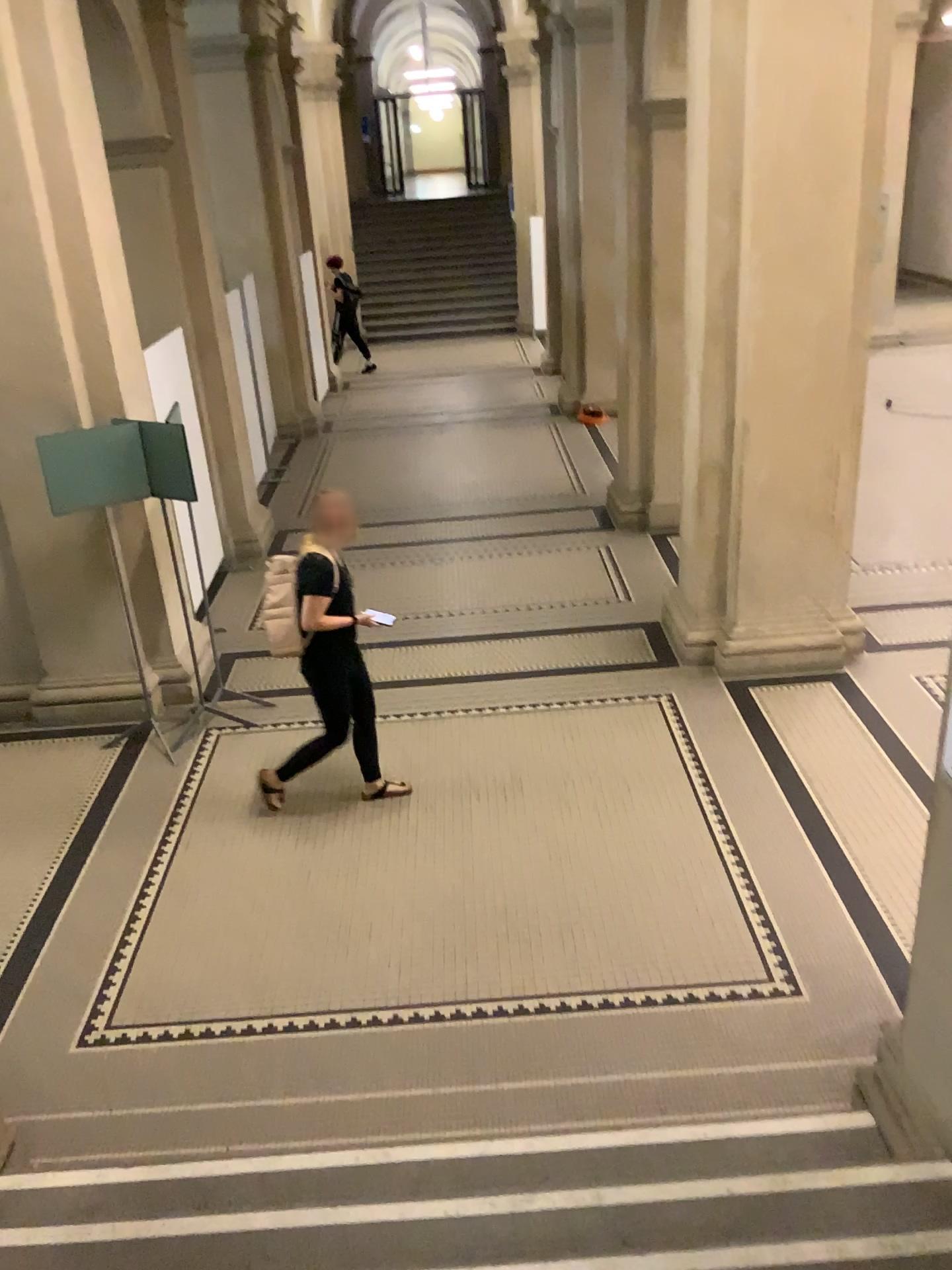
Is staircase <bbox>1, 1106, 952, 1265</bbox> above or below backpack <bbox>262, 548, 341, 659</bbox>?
below

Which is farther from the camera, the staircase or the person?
the person

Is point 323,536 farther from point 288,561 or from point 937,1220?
point 937,1220

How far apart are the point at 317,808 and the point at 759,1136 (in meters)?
2.67

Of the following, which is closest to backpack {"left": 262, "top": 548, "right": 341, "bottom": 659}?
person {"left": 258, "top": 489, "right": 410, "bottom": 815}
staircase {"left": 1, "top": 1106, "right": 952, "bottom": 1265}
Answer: person {"left": 258, "top": 489, "right": 410, "bottom": 815}

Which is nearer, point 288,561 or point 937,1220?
point 937,1220

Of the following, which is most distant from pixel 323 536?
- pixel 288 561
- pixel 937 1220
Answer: pixel 937 1220

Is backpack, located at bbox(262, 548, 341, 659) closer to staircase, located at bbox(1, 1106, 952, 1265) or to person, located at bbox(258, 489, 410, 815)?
person, located at bbox(258, 489, 410, 815)

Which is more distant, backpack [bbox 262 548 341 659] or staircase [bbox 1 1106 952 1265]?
backpack [bbox 262 548 341 659]
